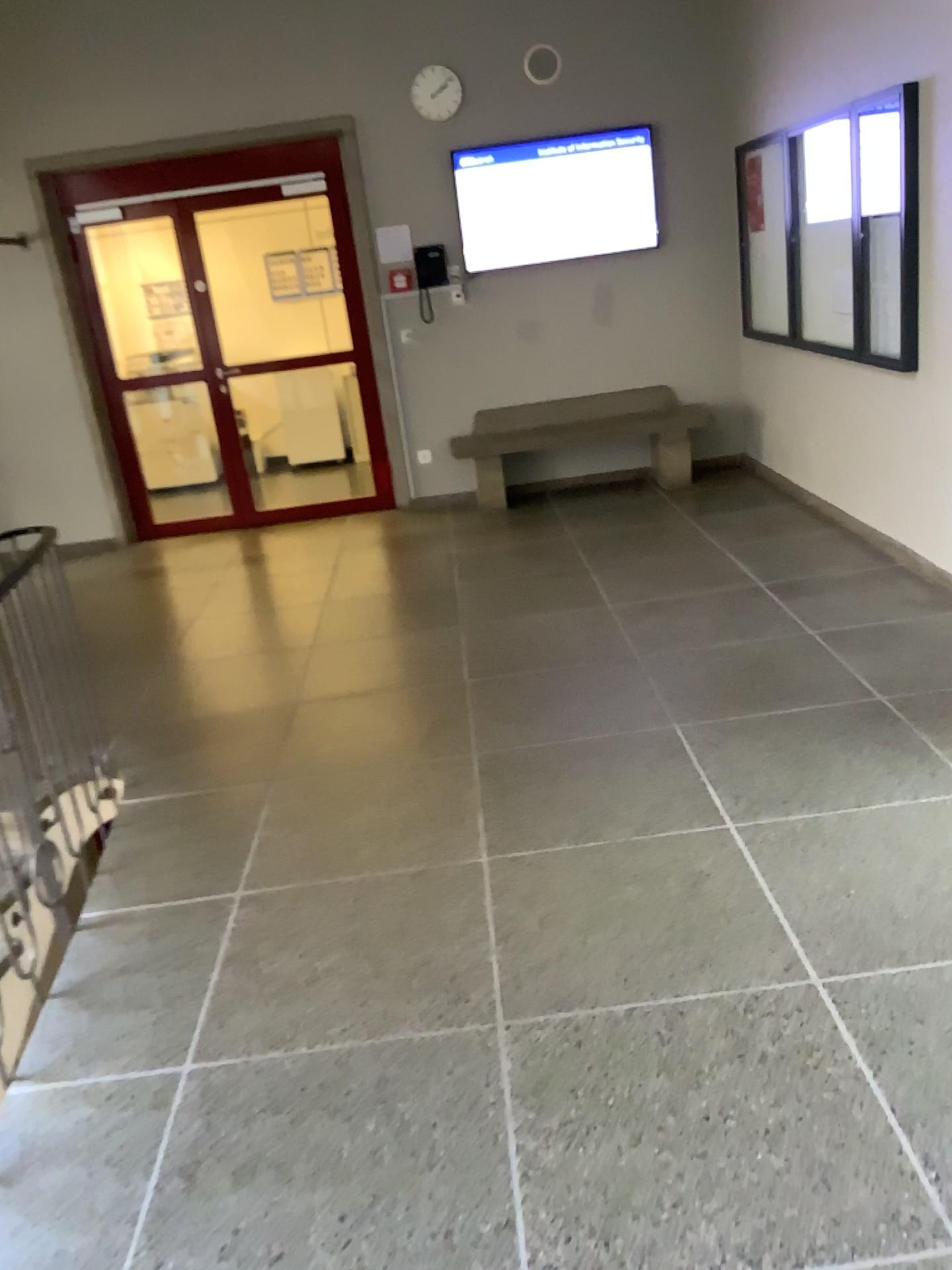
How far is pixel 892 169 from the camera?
4.4m

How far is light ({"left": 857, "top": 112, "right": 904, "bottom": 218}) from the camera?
4.36m

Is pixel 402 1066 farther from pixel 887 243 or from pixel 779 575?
pixel 887 243
